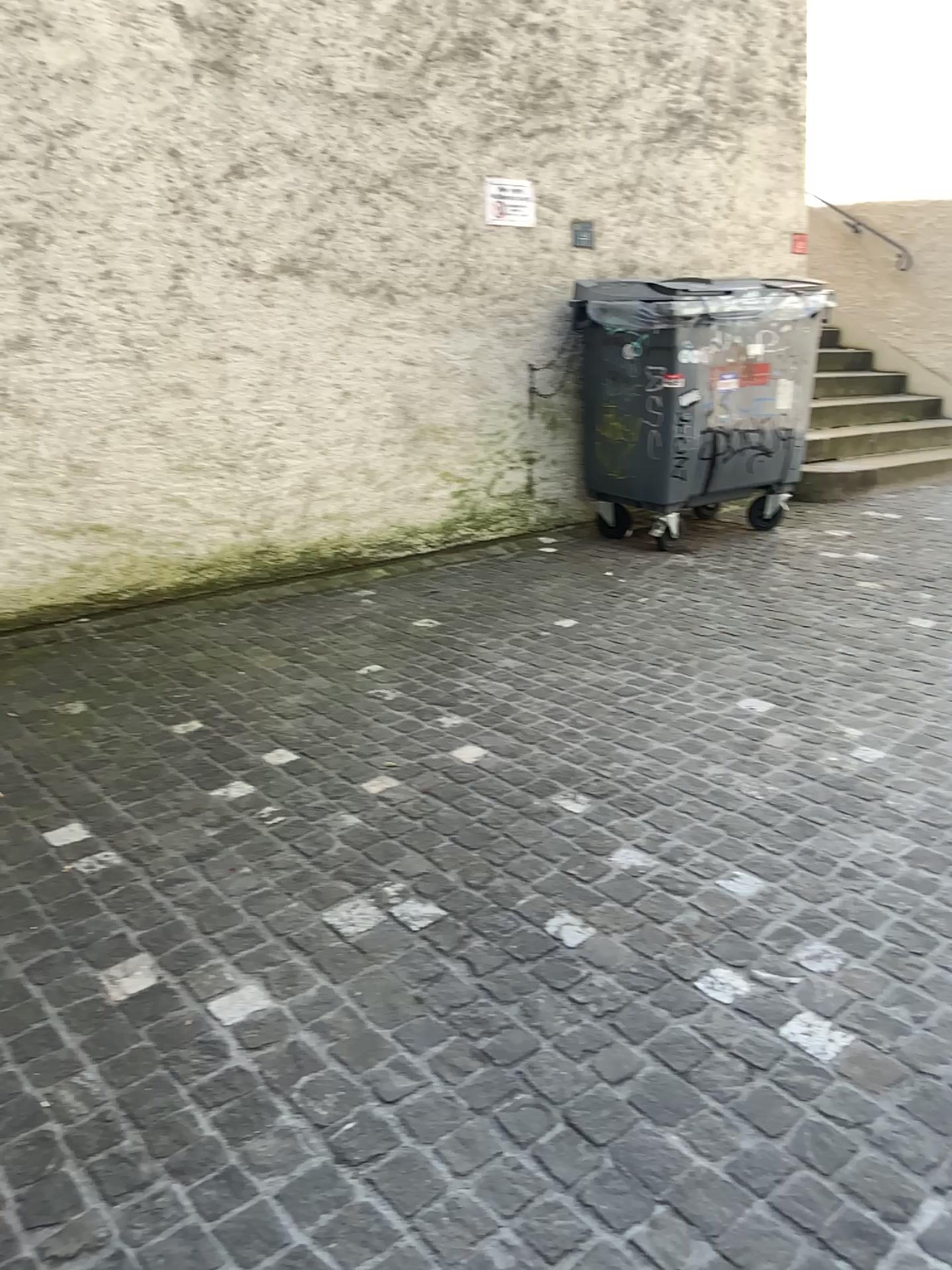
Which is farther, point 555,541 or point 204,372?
point 555,541
